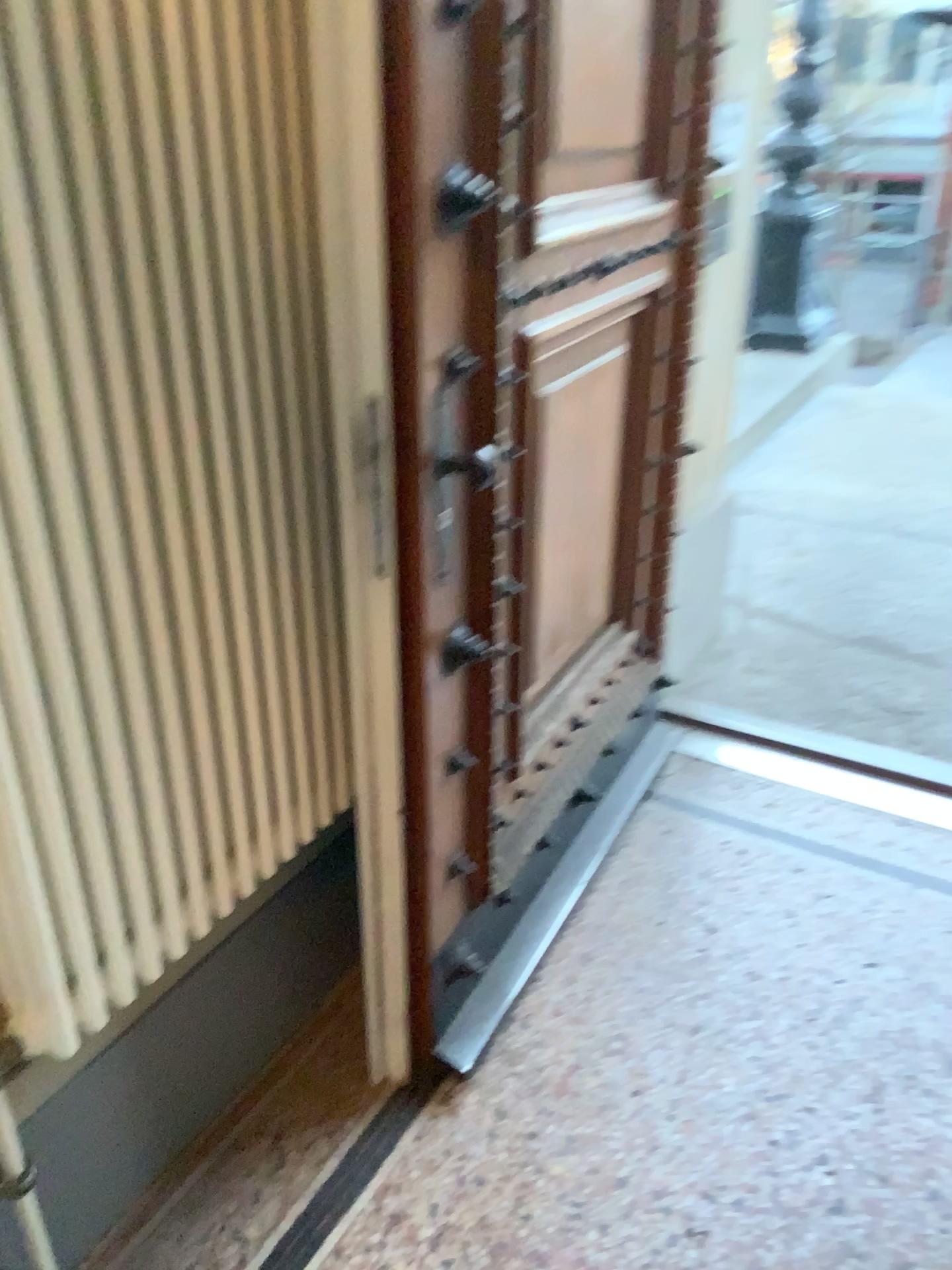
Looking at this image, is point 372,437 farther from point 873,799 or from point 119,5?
point 873,799

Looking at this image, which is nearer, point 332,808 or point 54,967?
point 54,967

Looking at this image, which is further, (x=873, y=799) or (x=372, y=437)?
(x=873, y=799)

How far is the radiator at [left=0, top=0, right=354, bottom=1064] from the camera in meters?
1.0 m

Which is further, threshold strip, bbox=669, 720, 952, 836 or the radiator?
threshold strip, bbox=669, 720, 952, 836

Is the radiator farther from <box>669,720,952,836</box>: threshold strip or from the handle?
<box>669,720,952,836</box>: threshold strip

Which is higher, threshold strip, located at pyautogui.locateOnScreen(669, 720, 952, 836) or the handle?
the handle

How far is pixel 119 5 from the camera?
1.0m

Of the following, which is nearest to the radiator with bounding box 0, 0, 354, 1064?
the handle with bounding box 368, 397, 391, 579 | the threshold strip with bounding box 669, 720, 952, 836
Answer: the handle with bounding box 368, 397, 391, 579
